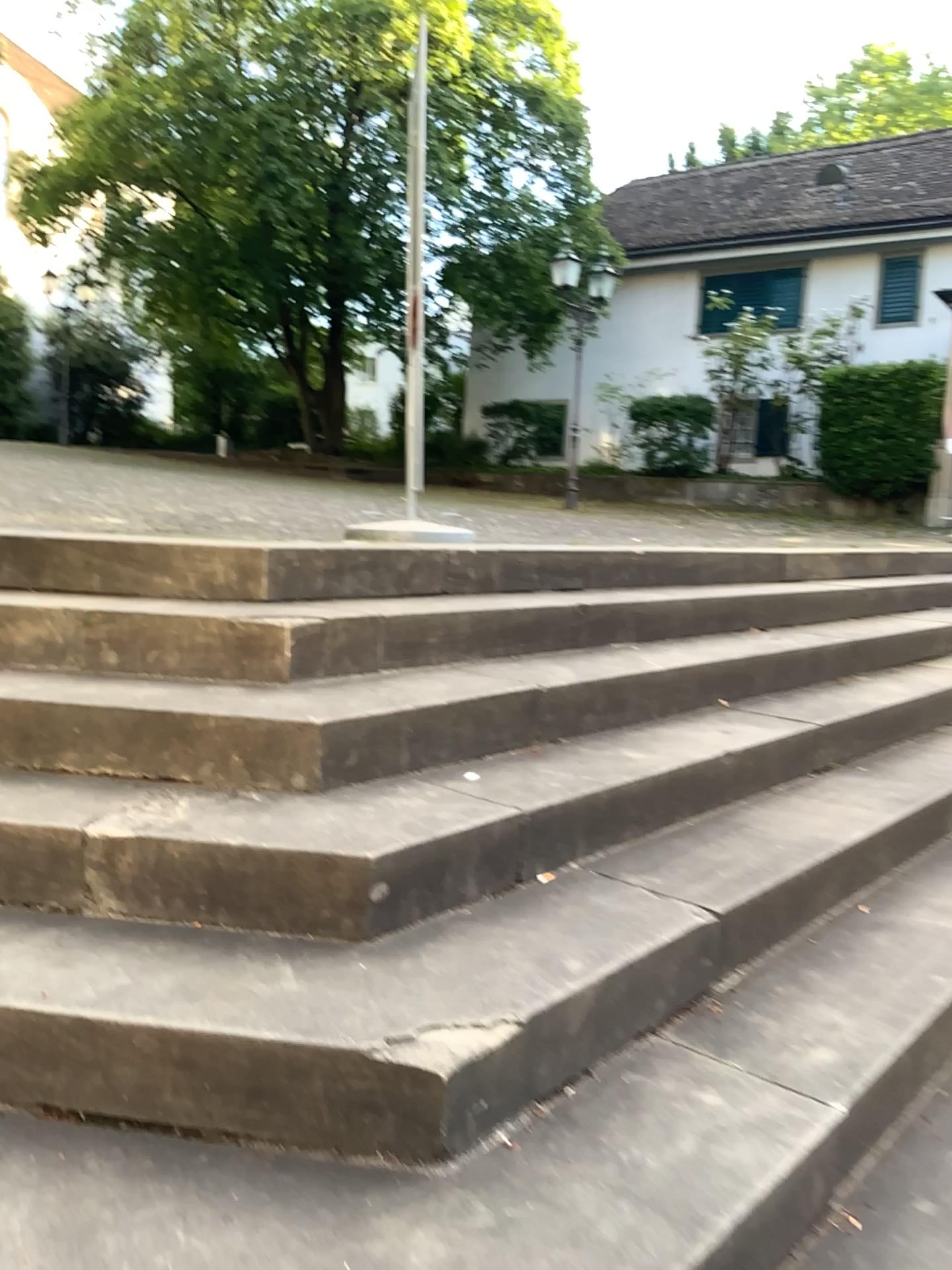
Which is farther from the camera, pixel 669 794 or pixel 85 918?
pixel 669 794
